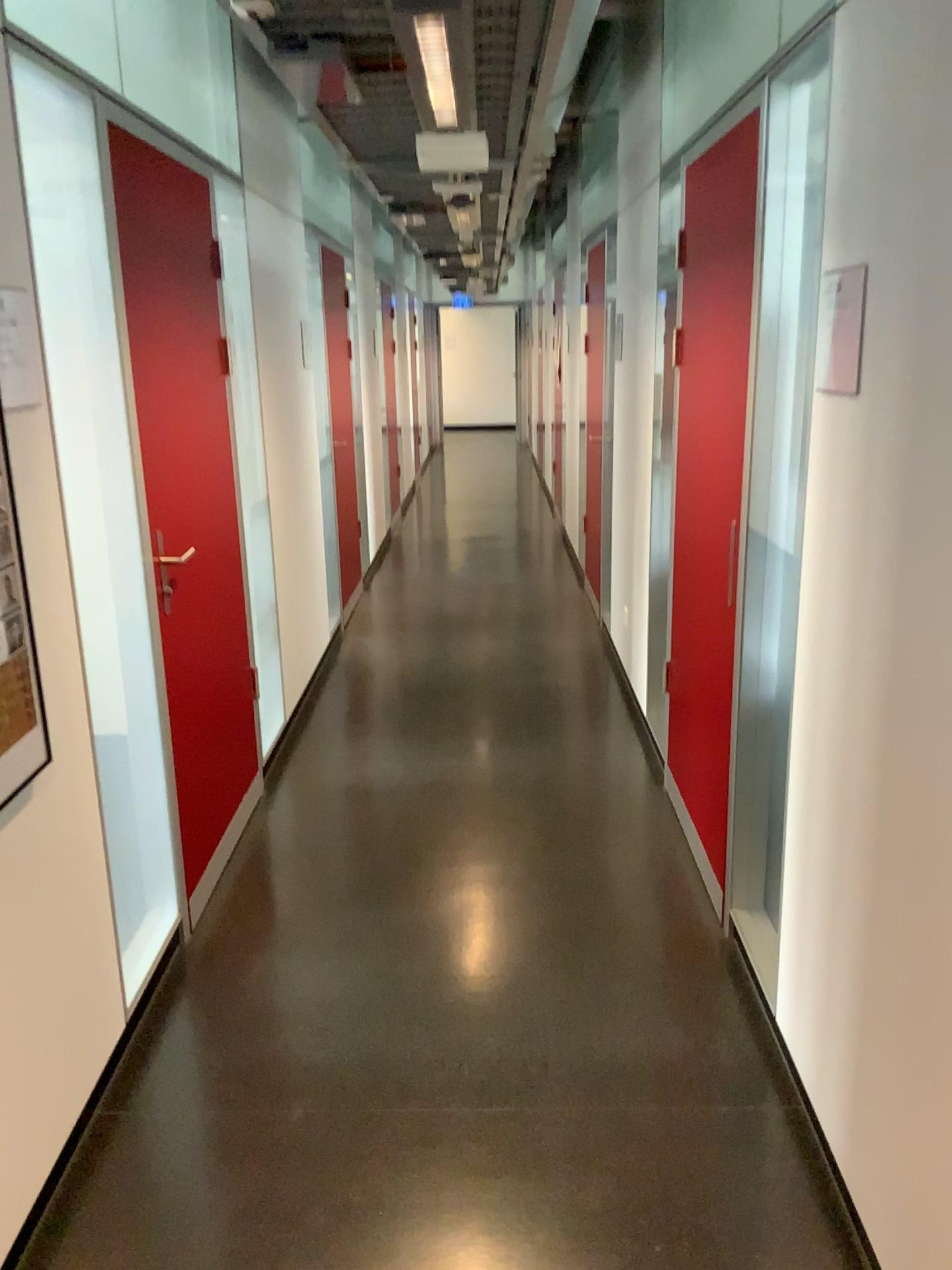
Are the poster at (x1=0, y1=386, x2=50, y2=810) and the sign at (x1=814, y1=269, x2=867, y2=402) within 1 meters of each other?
no

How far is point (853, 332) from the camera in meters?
1.8

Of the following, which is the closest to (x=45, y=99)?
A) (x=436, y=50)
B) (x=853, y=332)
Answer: (x=436, y=50)

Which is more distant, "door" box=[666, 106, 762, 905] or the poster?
"door" box=[666, 106, 762, 905]

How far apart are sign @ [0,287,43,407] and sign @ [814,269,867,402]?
1.4 meters

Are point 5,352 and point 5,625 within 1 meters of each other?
yes

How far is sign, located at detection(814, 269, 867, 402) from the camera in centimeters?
177cm

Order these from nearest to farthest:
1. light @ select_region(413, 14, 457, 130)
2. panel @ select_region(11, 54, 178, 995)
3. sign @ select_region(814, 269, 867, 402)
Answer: sign @ select_region(814, 269, 867, 402), panel @ select_region(11, 54, 178, 995), light @ select_region(413, 14, 457, 130)

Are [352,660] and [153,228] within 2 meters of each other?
no

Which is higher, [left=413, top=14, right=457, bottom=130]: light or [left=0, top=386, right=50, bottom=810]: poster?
[left=413, top=14, right=457, bottom=130]: light
